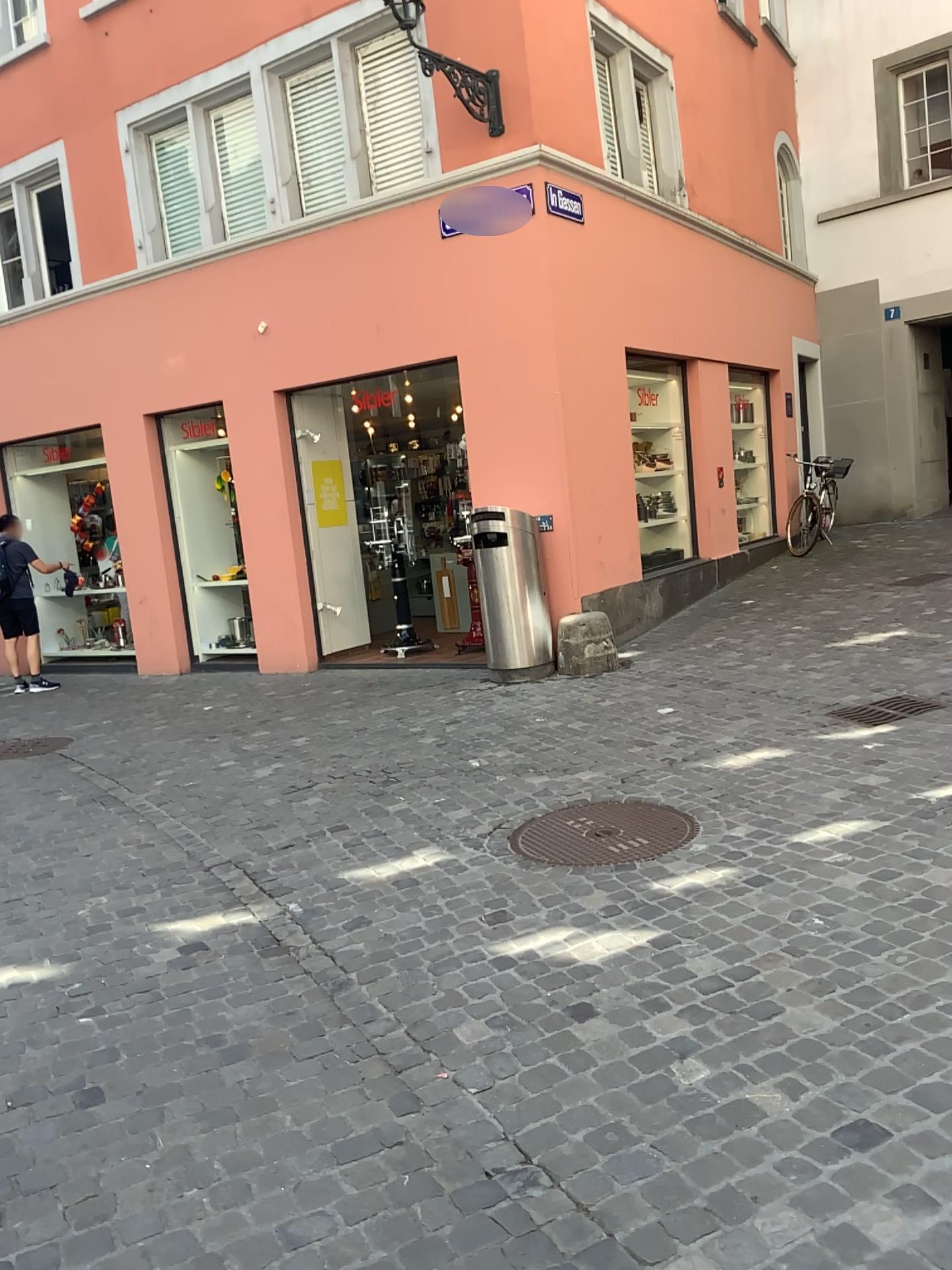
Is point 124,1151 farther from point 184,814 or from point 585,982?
point 184,814
